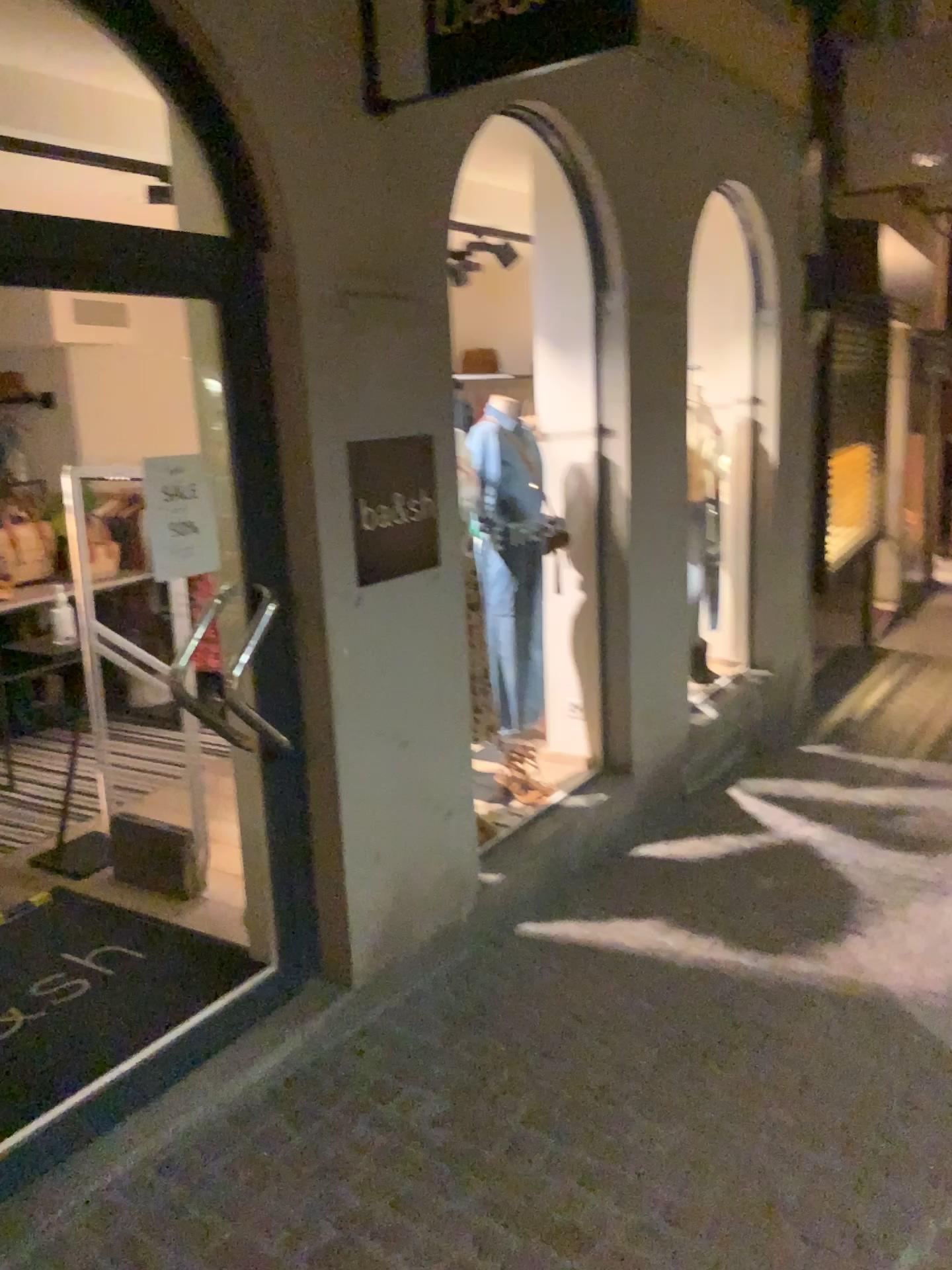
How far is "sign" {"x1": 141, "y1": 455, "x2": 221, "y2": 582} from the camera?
2.6 meters

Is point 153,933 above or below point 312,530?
below

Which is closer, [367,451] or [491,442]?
[367,451]

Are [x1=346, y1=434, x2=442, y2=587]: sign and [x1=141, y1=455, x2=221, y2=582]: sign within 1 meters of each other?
yes

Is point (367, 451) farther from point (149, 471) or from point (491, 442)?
point (491, 442)

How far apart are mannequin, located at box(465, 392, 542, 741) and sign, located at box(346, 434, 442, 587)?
0.8 meters

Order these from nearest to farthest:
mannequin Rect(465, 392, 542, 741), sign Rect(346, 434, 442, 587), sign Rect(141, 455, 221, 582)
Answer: sign Rect(141, 455, 221, 582) < sign Rect(346, 434, 442, 587) < mannequin Rect(465, 392, 542, 741)

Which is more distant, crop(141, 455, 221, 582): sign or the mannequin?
the mannequin

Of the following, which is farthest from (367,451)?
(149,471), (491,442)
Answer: (491,442)

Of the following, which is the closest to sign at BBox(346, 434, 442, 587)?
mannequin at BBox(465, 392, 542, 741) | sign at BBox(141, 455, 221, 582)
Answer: sign at BBox(141, 455, 221, 582)
